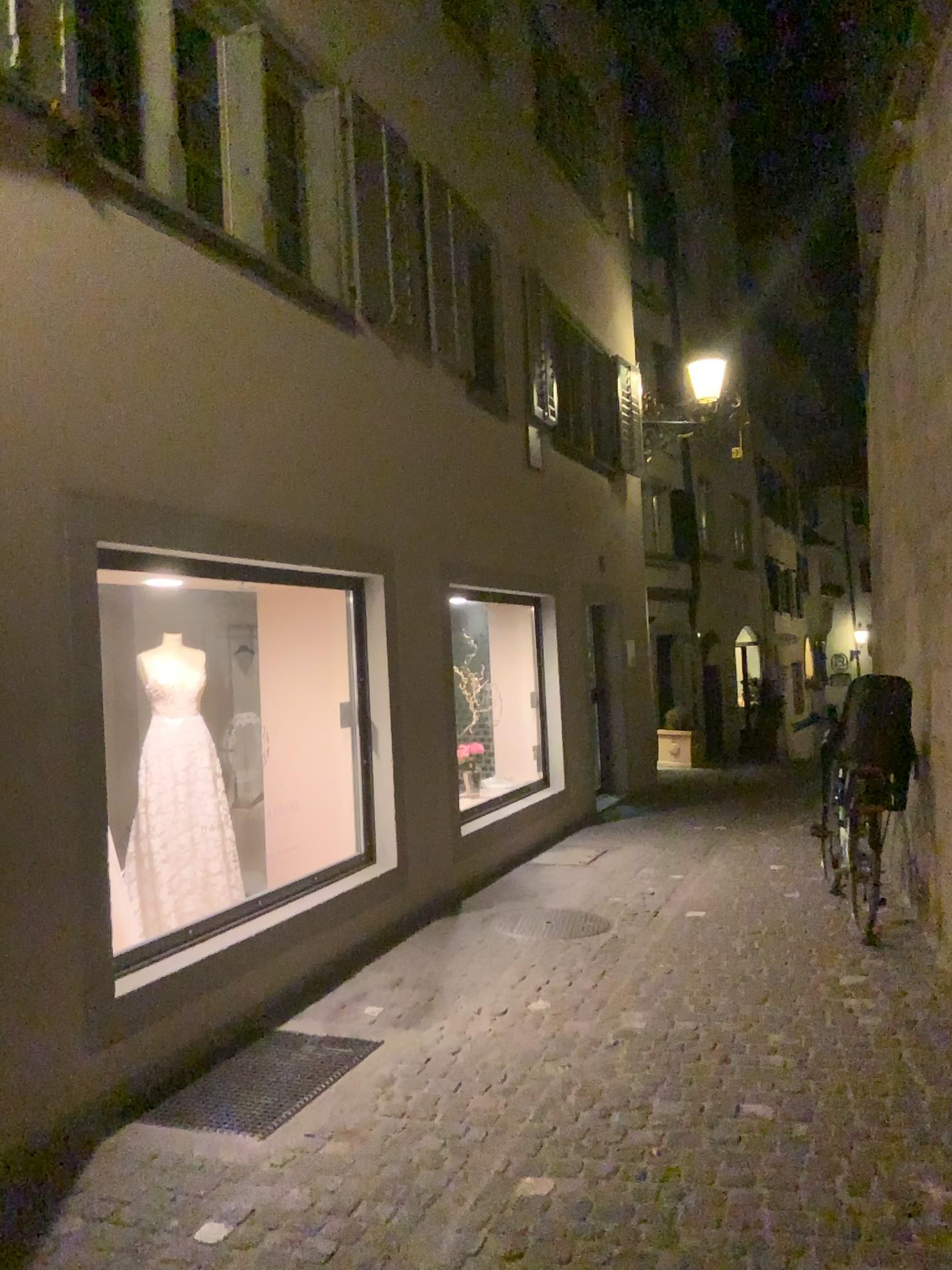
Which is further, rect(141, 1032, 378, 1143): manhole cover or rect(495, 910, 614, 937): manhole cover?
rect(495, 910, 614, 937): manhole cover

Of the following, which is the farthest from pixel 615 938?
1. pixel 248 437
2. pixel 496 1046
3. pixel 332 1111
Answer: pixel 248 437

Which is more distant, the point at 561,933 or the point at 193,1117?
the point at 561,933
